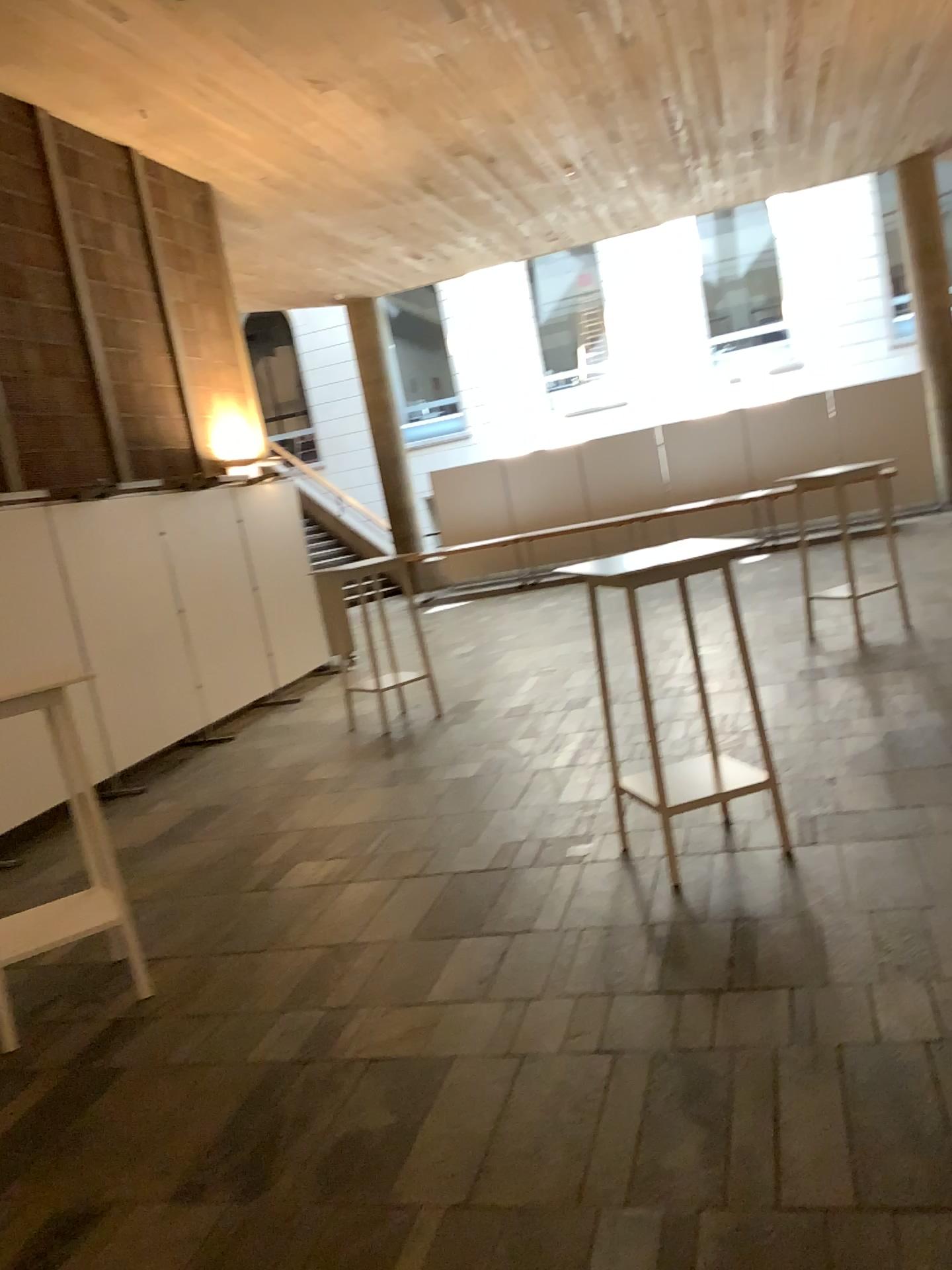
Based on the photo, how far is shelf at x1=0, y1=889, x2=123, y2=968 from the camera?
3.8 meters

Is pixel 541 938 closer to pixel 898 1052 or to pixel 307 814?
pixel 898 1052

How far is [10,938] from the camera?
3.8 meters
